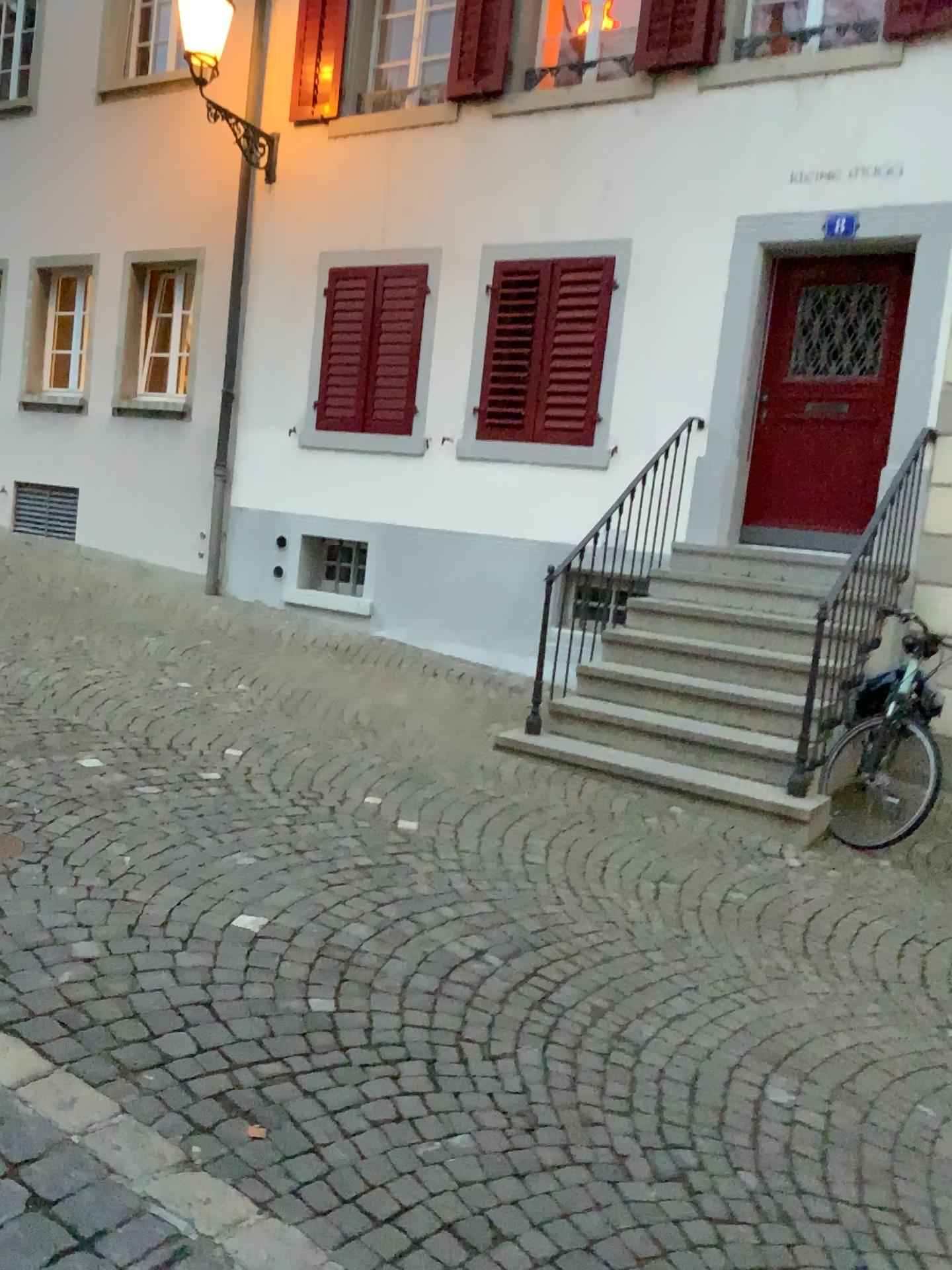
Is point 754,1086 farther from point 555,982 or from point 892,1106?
point 555,982
